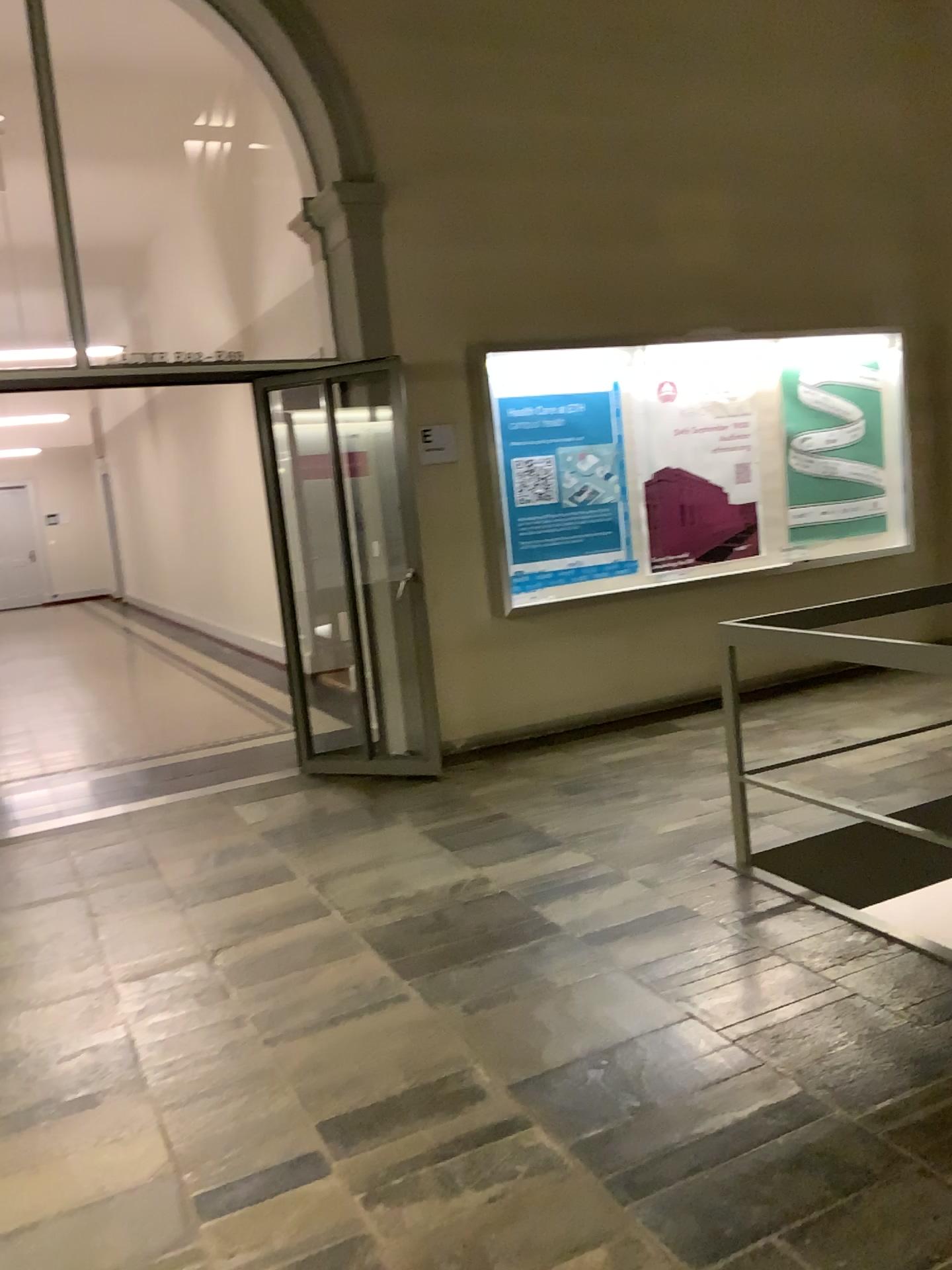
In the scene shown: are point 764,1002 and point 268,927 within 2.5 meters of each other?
yes
